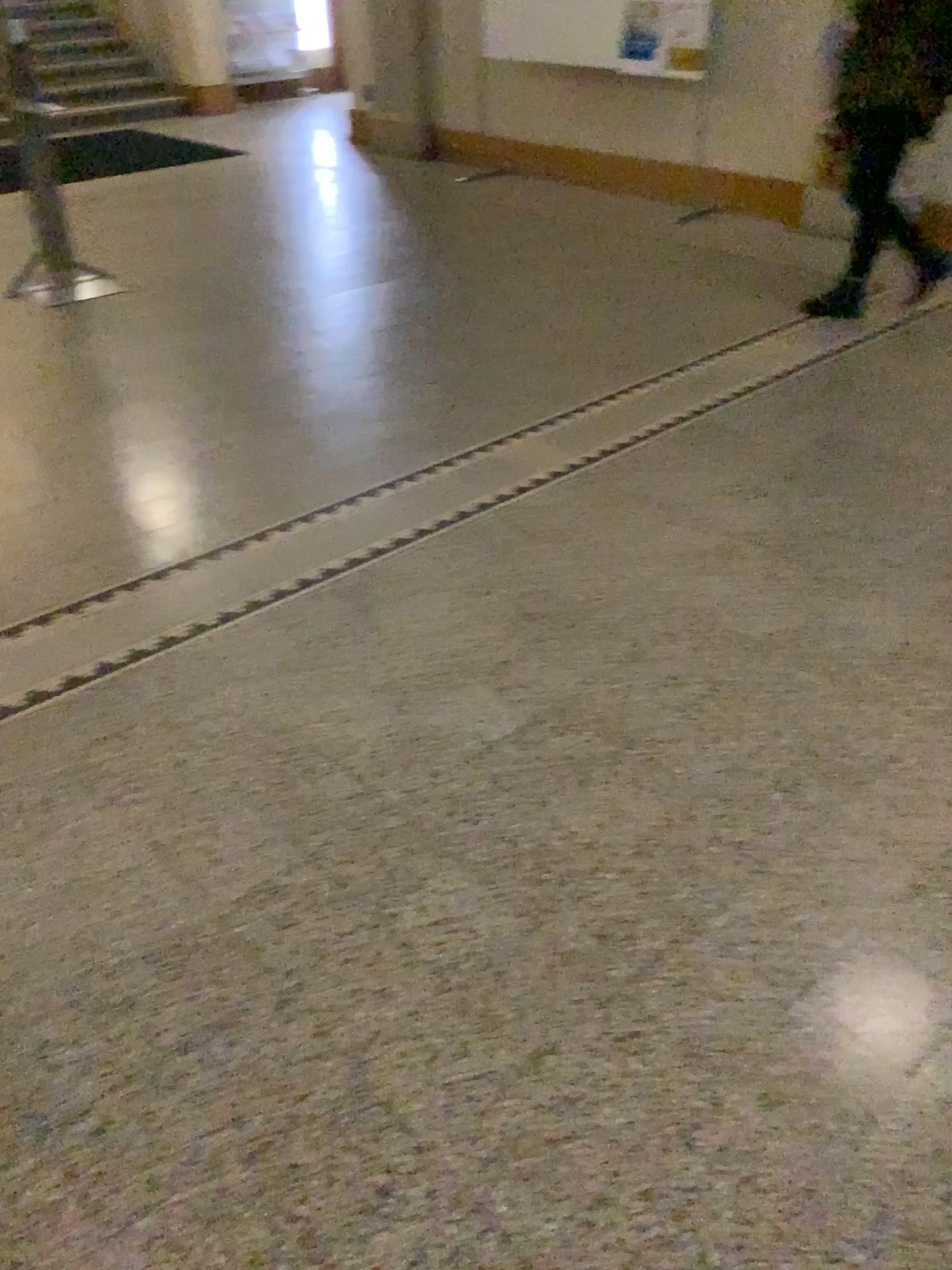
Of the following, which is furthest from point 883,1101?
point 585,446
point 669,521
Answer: point 585,446
